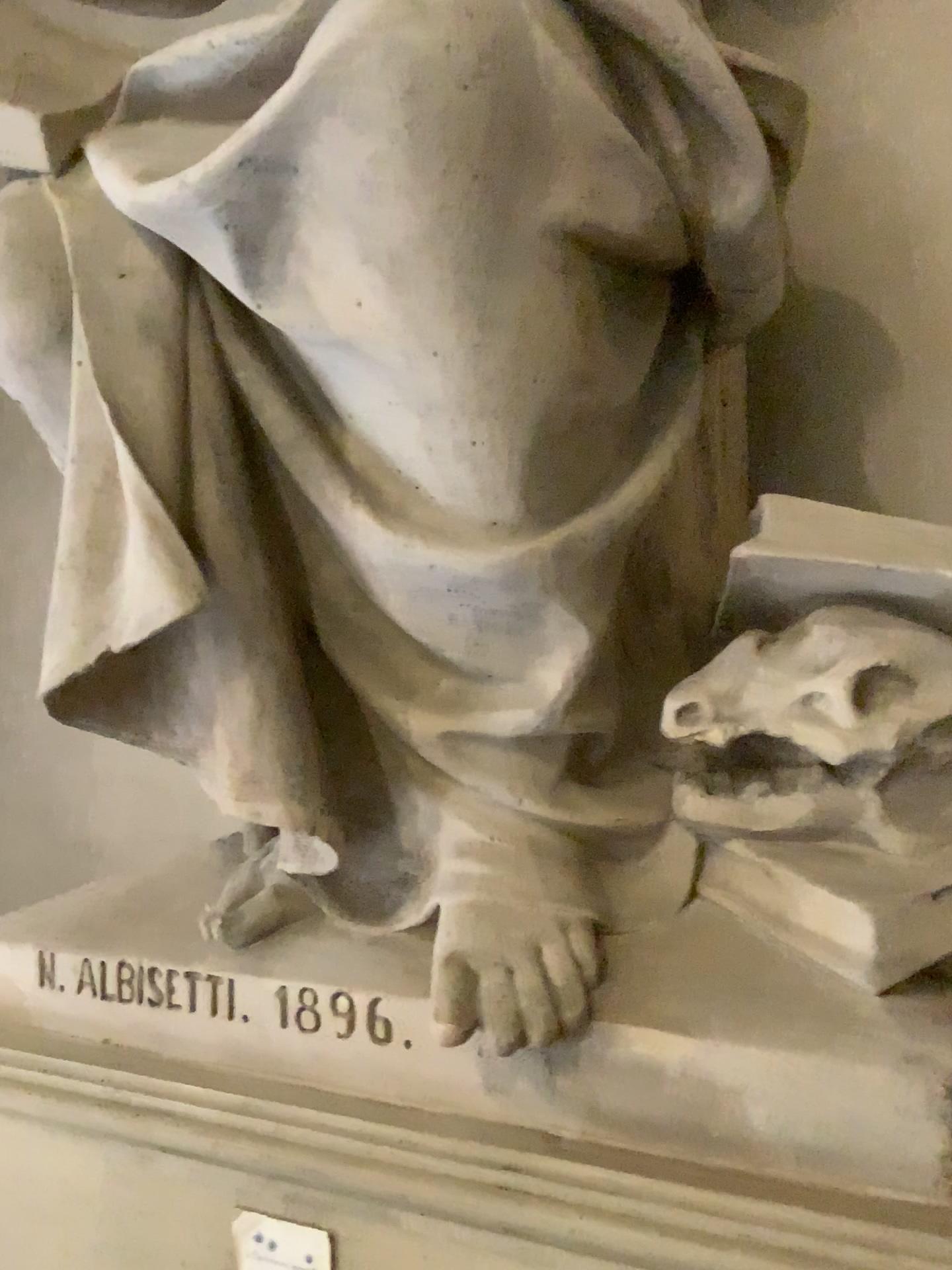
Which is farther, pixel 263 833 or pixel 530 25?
pixel 263 833

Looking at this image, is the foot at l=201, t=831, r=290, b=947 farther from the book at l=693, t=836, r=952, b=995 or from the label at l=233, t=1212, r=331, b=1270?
the book at l=693, t=836, r=952, b=995

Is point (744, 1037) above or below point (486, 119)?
below

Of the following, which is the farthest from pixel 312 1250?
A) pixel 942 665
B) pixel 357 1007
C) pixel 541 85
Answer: pixel 541 85

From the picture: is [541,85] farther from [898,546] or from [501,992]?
[501,992]

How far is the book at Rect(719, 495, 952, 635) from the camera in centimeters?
121cm

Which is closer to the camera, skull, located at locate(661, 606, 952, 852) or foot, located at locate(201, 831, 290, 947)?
skull, located at locate(661, 606, 952, 852)

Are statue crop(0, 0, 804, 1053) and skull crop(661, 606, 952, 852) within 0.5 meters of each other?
yes

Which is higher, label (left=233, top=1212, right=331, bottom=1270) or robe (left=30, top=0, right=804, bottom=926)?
robe (left=30, top=0, right=804, bottom=926)

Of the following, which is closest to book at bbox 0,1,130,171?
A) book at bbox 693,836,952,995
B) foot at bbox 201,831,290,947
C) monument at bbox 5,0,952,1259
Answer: monument at bbox 5,0,952,1259
